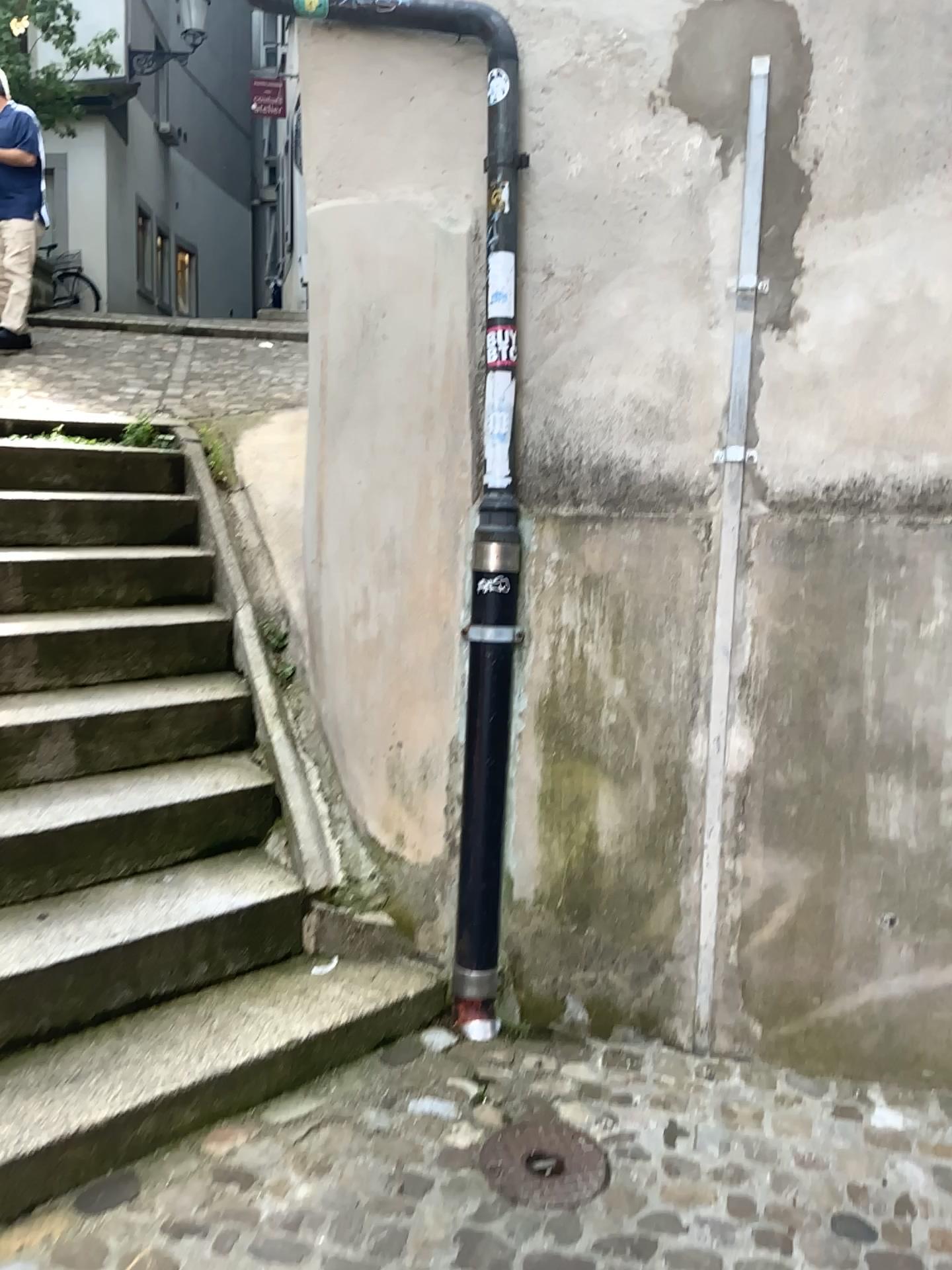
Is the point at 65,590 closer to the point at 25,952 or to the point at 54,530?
the point at 54,530

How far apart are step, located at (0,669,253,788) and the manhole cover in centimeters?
140cm

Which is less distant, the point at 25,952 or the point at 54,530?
the point at 25,952

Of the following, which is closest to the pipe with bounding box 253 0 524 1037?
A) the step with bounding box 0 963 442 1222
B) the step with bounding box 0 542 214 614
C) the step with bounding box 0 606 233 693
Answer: the step with bounding box 0 963 442 1222

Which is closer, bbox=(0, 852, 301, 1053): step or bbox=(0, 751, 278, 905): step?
bbox=(0, 852, 301, 1053): step

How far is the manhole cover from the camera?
2.0m

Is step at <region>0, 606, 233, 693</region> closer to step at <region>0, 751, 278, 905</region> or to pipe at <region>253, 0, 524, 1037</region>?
step at <region>0, 751, 278, 905</region>

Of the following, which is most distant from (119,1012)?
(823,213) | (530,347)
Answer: (823,213)

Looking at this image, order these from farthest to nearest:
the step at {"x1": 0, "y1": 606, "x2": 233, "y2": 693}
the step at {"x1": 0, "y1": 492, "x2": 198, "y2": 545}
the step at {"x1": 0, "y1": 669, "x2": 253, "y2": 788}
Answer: the step at {"x1": 0, "y1": 492, "x2": 198, "y2": 545}, the step at {"x1": 0, "y1": 606, "x2": 233, "y2": 693}, the step at {"x1": 0, "y1": 669, "x2": 253, "y2": 788}

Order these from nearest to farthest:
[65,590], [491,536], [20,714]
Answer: [491,536]
[20,714]
[65,590]
